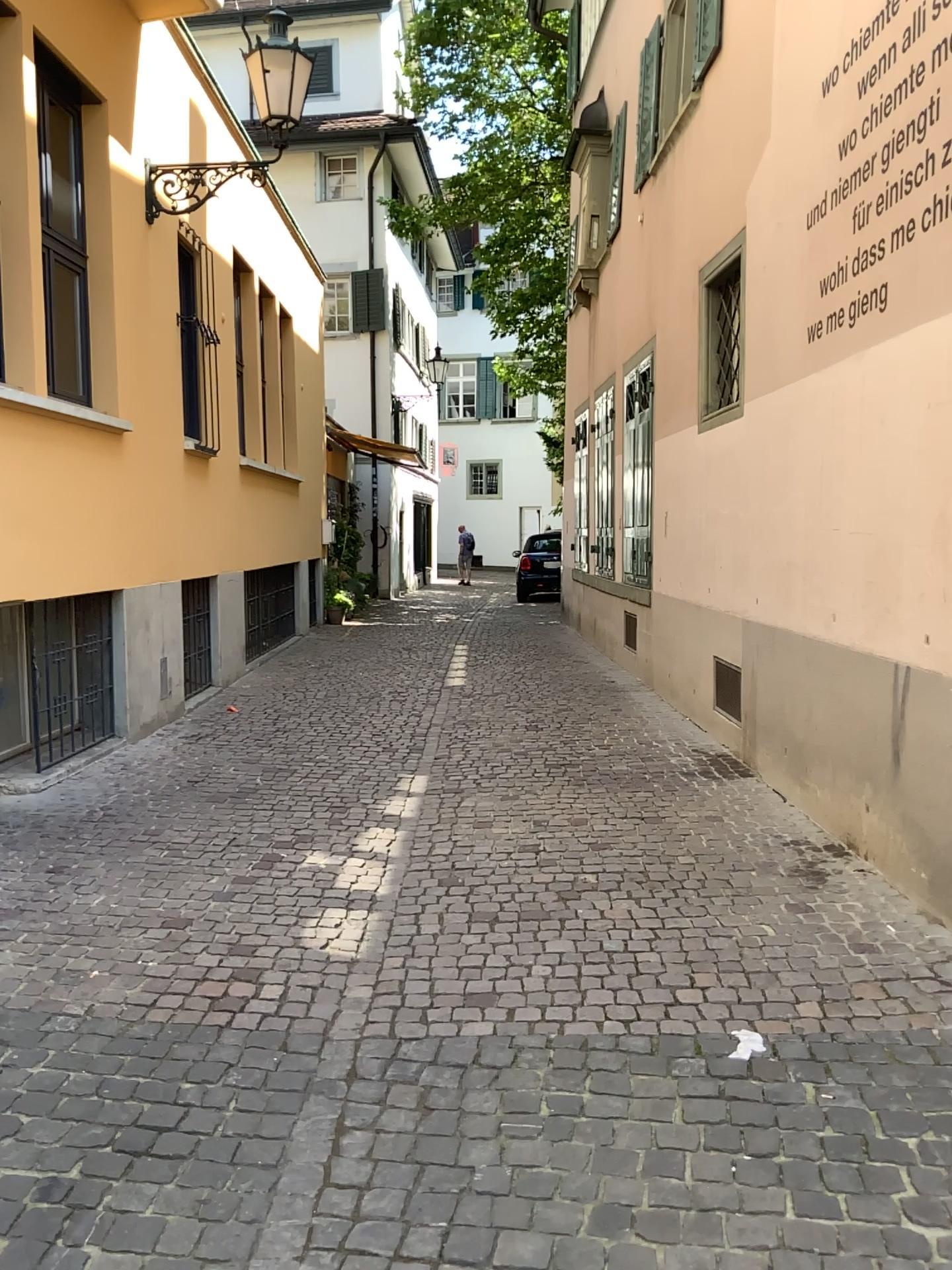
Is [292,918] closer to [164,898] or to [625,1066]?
[164,898]
